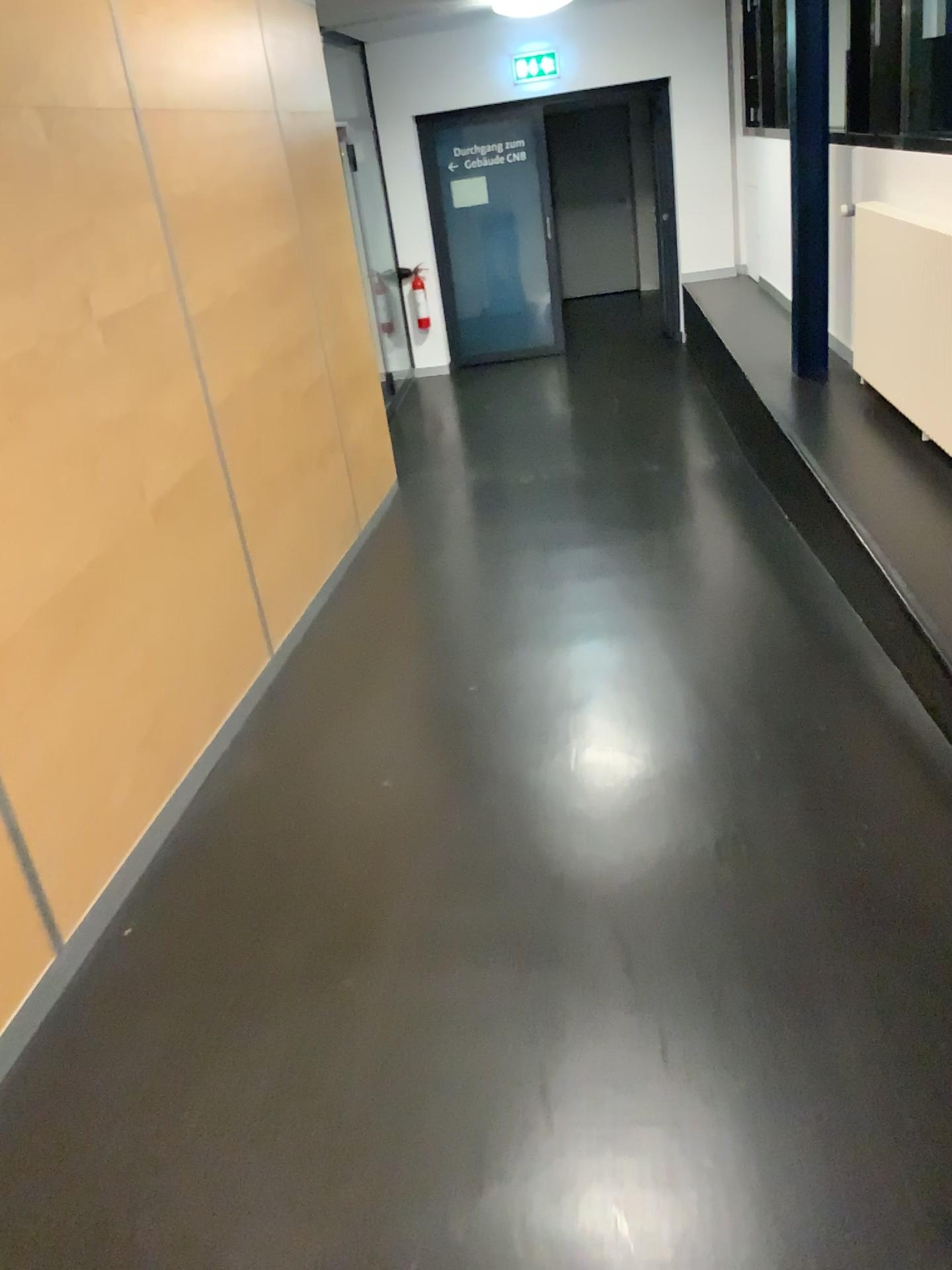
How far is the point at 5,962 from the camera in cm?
206

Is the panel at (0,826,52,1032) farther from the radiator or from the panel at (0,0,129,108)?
the radiator

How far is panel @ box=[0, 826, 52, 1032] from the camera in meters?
2.1

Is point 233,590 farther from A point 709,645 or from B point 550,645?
A point 709,645

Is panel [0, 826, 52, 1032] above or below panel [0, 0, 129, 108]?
below

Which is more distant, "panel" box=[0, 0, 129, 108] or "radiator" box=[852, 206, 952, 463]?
"radiator" box=[852, 206, 952, 463]

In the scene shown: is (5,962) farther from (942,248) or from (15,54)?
(942,248)

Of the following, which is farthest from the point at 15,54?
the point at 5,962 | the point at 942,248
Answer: the point at 942,248

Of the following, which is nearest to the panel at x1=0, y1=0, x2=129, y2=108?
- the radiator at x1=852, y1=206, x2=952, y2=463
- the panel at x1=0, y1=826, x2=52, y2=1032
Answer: the panel at x1=0, y1=826, x2=52, y2=1032

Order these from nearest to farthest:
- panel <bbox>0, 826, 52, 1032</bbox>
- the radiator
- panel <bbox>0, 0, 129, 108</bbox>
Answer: panel <bbox>0, 826, 52, 1032</bbox> → panel <bbox>0, 0, 129, 108</bbox> → the radiator
